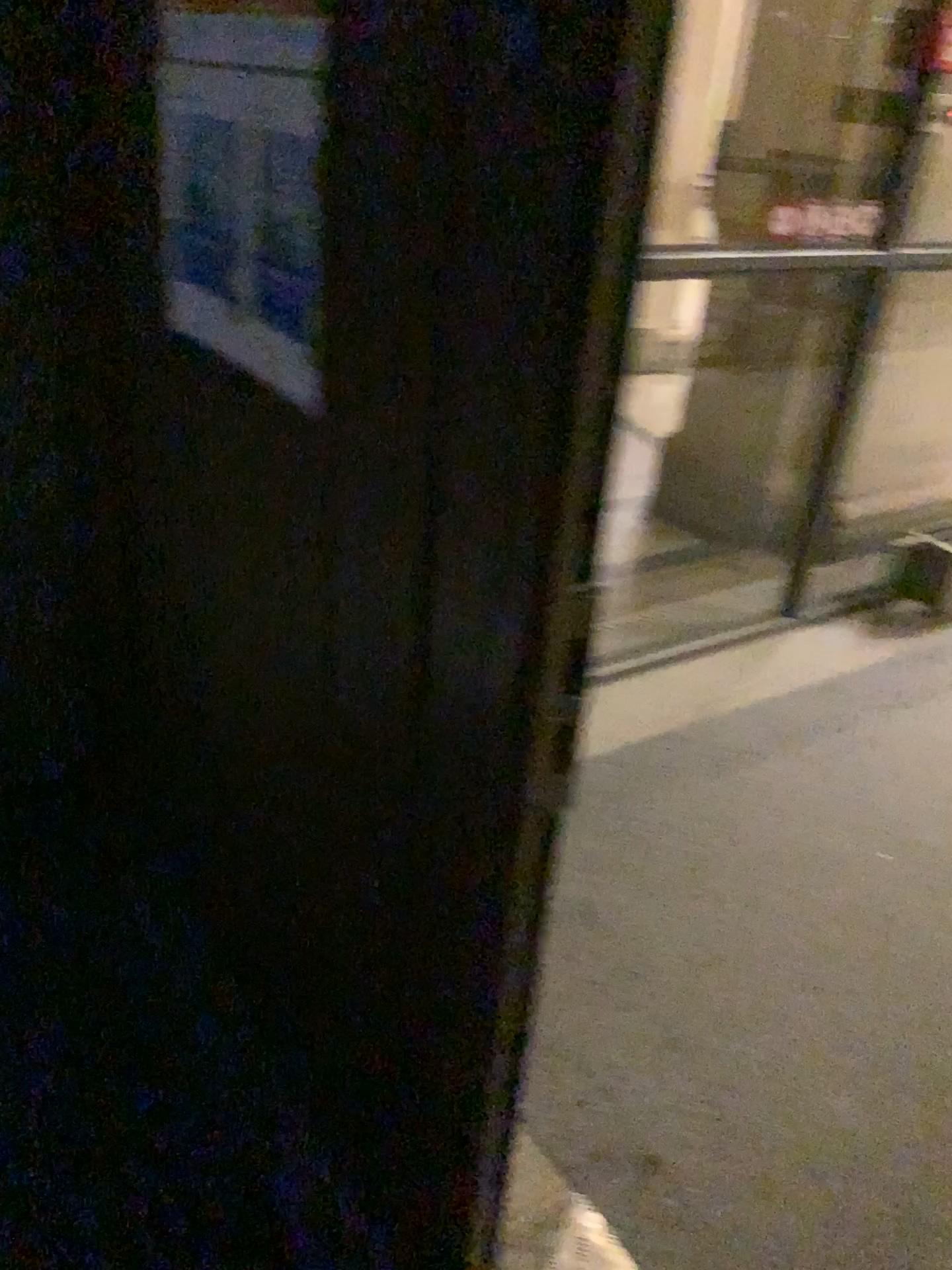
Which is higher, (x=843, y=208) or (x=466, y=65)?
(x=466, y=65)

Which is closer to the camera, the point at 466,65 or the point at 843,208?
the point at 466,65

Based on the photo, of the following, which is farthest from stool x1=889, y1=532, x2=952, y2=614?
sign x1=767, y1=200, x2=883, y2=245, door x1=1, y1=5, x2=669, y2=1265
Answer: door x1=1, y1=5, x2=669, y2=1265

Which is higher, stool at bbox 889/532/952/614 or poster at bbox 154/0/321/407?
poster at bbox 154/0/321/407

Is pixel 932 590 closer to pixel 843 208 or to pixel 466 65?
pixel 843 208

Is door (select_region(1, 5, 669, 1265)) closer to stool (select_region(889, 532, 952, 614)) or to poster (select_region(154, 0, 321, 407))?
poster (select_region(154, 0, 321, 407))

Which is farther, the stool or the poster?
the stool

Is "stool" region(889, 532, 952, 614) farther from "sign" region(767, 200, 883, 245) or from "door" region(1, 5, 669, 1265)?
"door" region(1, 5, 669, 1265)

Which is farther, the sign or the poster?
the sign

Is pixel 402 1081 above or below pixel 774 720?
above
